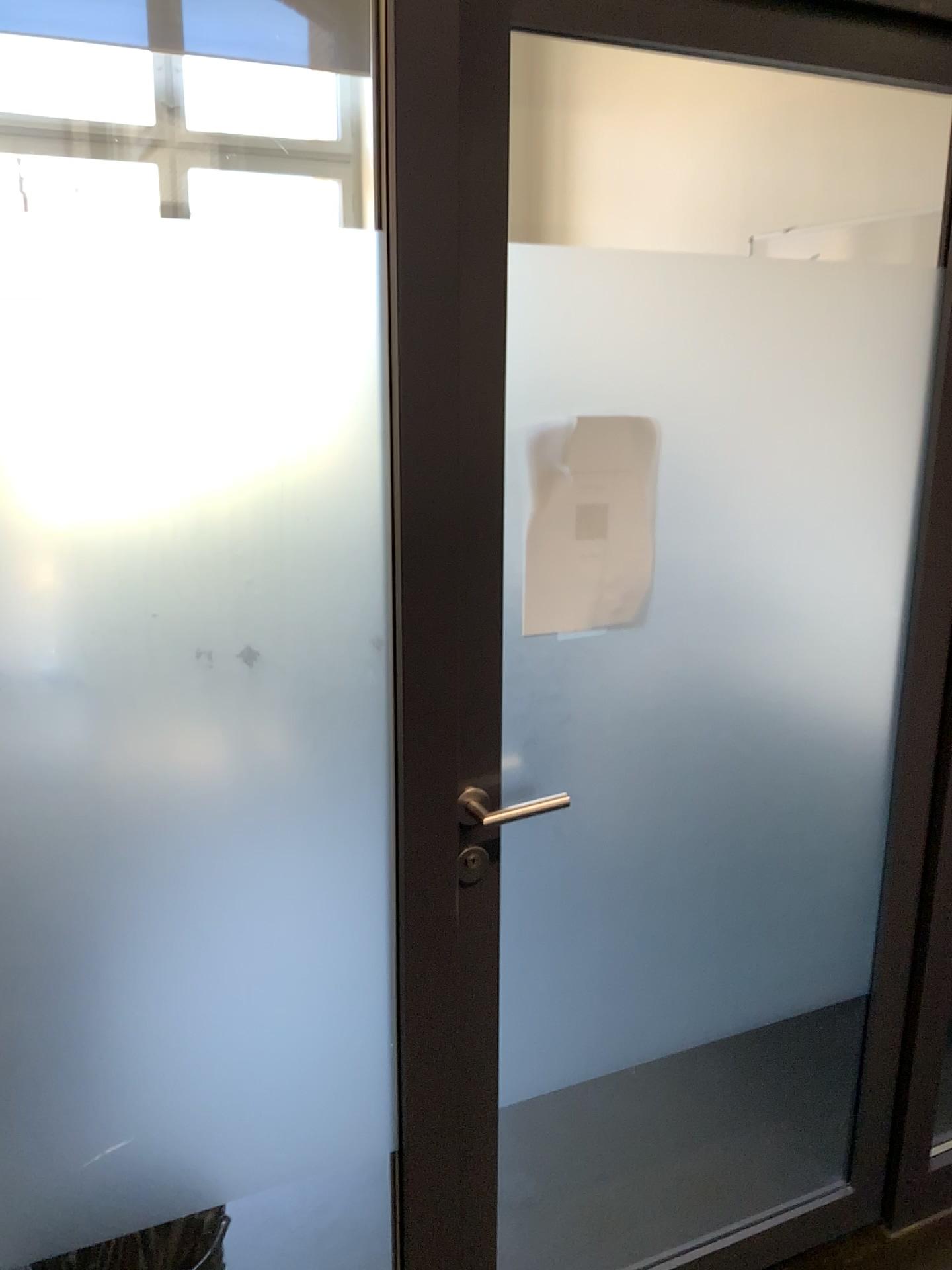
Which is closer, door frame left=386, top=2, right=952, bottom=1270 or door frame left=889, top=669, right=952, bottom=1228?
door frame left=386, top=2, right=952, bottom=1270

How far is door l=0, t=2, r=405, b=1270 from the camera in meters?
1.1 m

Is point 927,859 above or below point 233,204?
below

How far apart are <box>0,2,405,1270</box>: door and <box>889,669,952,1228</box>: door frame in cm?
97

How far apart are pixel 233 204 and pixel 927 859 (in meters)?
1.51

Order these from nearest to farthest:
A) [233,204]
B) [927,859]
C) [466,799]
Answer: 1. [233,204]
2. [466,799]
3. [927,859]

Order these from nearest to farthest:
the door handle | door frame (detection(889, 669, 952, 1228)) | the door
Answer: the door → the door handle → door frame (detection(889, 669, 952, 1228))

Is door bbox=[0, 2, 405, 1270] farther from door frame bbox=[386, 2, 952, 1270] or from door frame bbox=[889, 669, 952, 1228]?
door frame bbox=[889, 669, 952, 1228]

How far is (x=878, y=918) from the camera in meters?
1.9

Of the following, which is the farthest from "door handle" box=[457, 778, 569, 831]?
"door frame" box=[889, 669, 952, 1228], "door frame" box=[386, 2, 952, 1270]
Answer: "door frame" box=[889, 669, 952, 1228]
